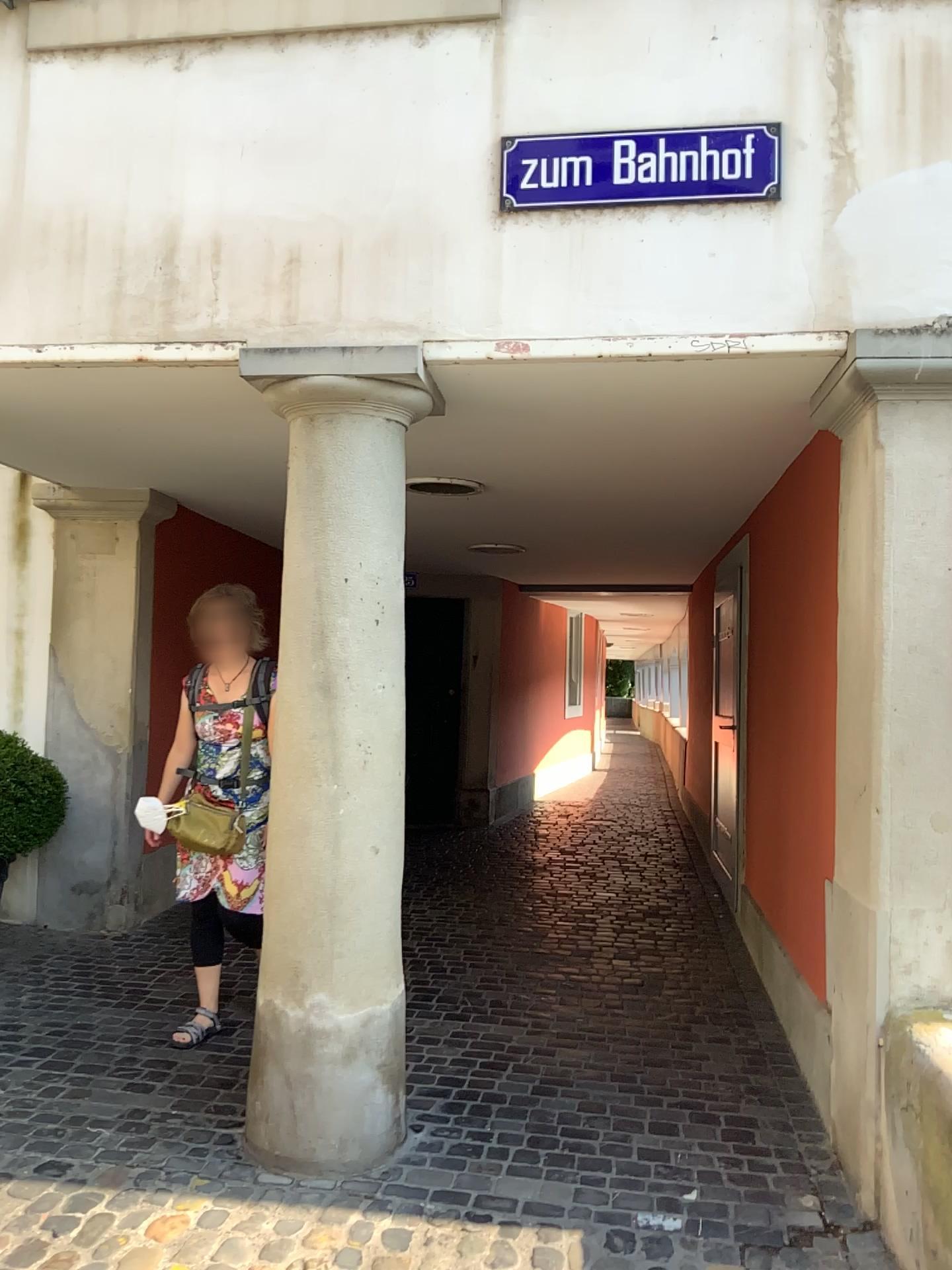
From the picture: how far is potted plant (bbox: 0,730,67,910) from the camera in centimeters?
449cm

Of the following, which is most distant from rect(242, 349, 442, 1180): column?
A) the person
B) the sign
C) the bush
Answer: the bush

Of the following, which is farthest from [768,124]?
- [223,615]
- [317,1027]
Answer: [317,1027]

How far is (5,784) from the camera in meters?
4.5 m

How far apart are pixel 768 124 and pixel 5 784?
3.80m

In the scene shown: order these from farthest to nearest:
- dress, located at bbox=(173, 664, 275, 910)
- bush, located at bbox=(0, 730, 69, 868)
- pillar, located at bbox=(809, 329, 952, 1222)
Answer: bush, located at bbox=(0, 730, 69, 868) < dress, located at bbox=(173, 664, 275, 910) < pillar, located at bbox=(809, 329, 952, 1222)

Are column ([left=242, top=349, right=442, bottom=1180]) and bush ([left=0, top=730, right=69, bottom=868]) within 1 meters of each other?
no

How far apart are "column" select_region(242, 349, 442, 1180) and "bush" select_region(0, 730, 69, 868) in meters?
2.0

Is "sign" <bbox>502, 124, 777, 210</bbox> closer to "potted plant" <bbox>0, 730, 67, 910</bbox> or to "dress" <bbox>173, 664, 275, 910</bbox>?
"dress" <bbox>173, 664, 275, 910</bbox>

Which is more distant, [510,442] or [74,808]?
[74,808]
